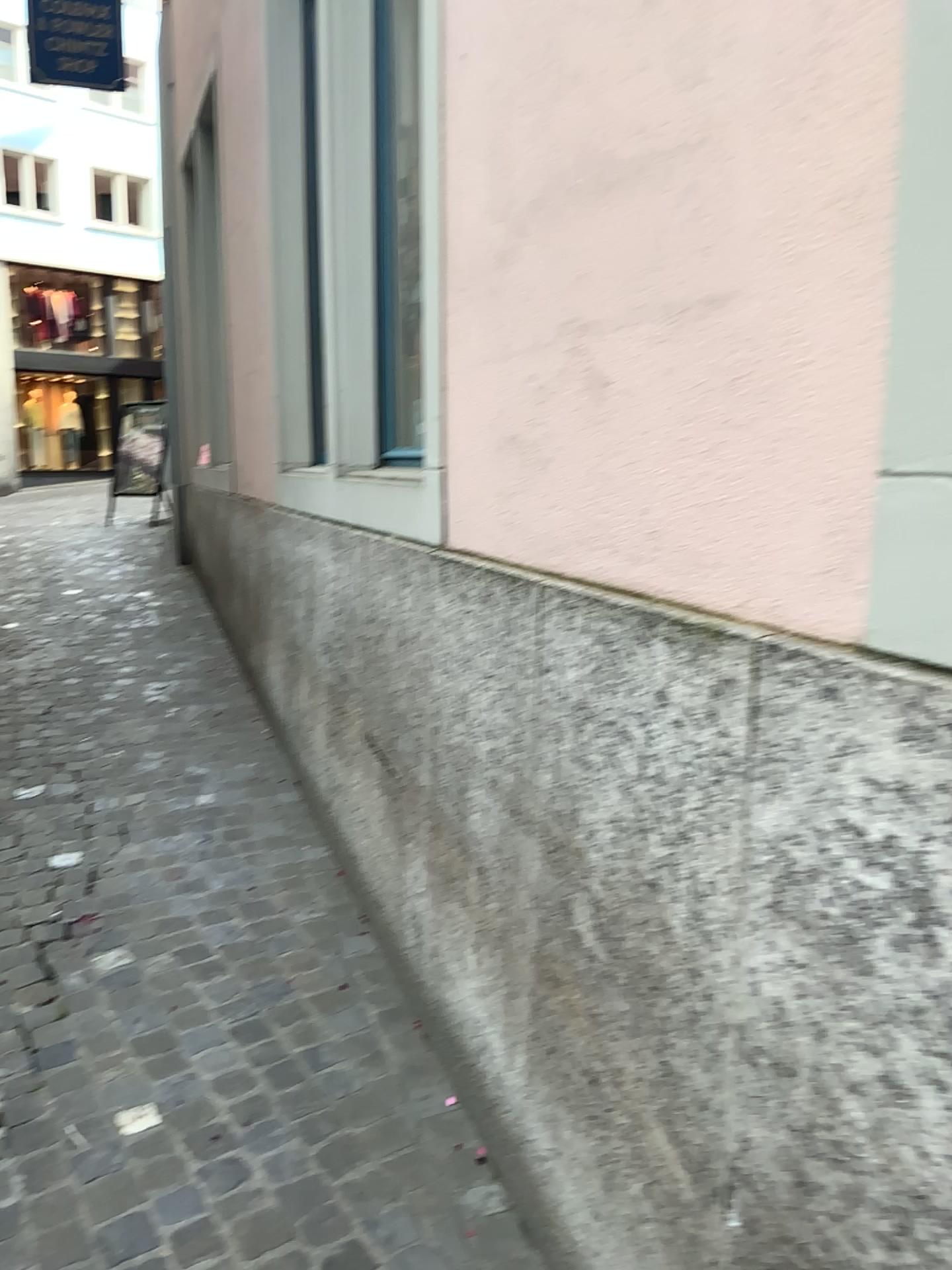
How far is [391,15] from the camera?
3.2m

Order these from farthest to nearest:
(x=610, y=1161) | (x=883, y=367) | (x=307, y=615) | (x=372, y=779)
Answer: (x=307, y=615) < (x=372, y=779) < (x=610, y=1161) < (x=883, y=367)

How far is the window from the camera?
3.2m
